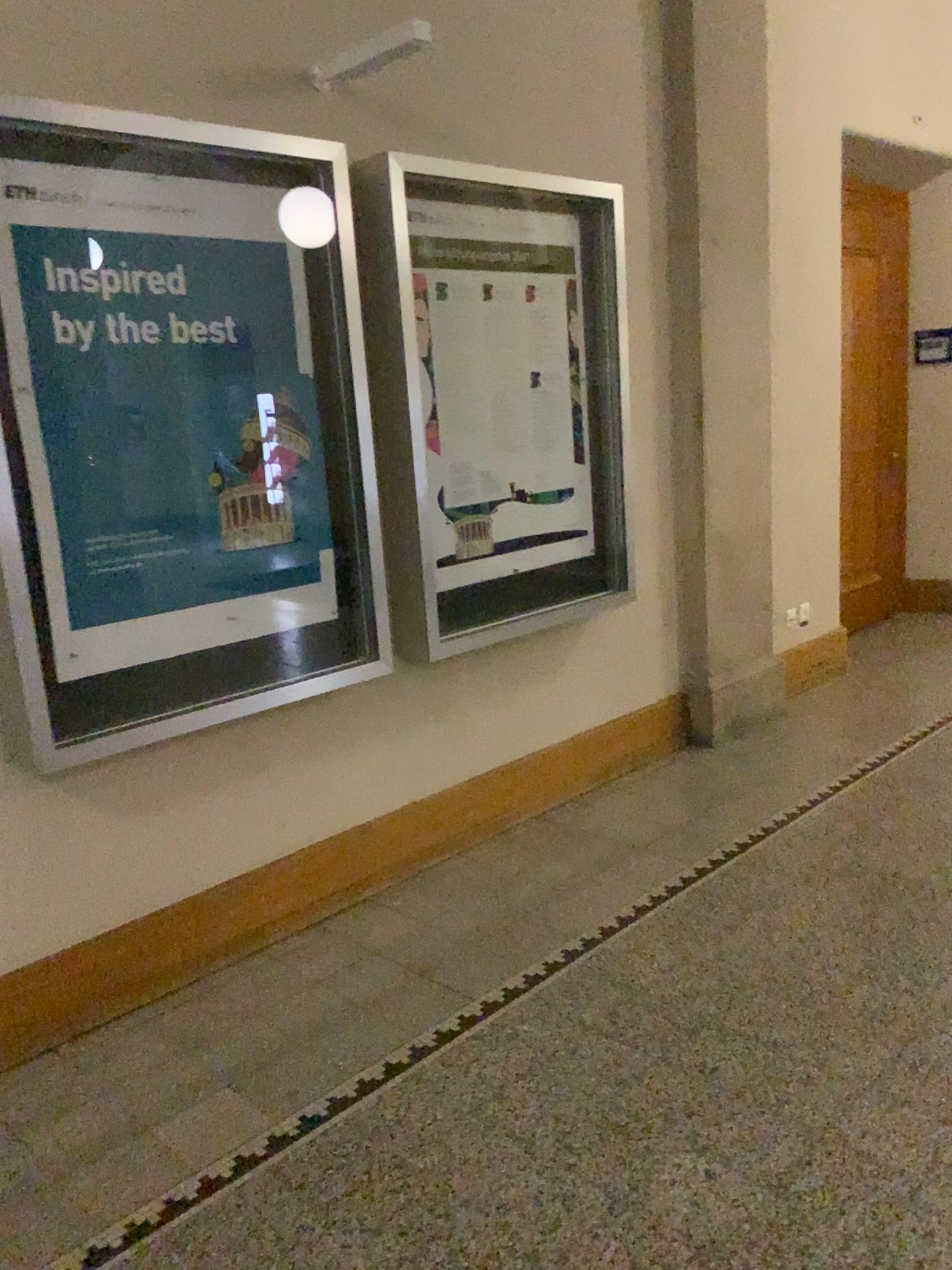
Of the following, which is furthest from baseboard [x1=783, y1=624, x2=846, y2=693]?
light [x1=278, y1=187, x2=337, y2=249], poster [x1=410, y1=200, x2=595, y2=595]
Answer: light [x1=278, y1=187, x2=337, y2=249]

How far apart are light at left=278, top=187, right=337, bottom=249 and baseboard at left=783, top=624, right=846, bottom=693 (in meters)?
3.07

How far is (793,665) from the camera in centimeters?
496cm

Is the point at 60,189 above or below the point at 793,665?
above

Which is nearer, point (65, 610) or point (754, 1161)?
point (754, 1161)

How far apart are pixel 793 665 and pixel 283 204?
3.2 meters

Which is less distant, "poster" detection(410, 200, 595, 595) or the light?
the light

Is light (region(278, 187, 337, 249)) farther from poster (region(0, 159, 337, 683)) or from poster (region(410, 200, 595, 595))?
poster (region(410, 200, 595, 595))

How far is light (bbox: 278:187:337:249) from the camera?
2.8m

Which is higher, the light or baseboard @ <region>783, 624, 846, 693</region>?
the light
